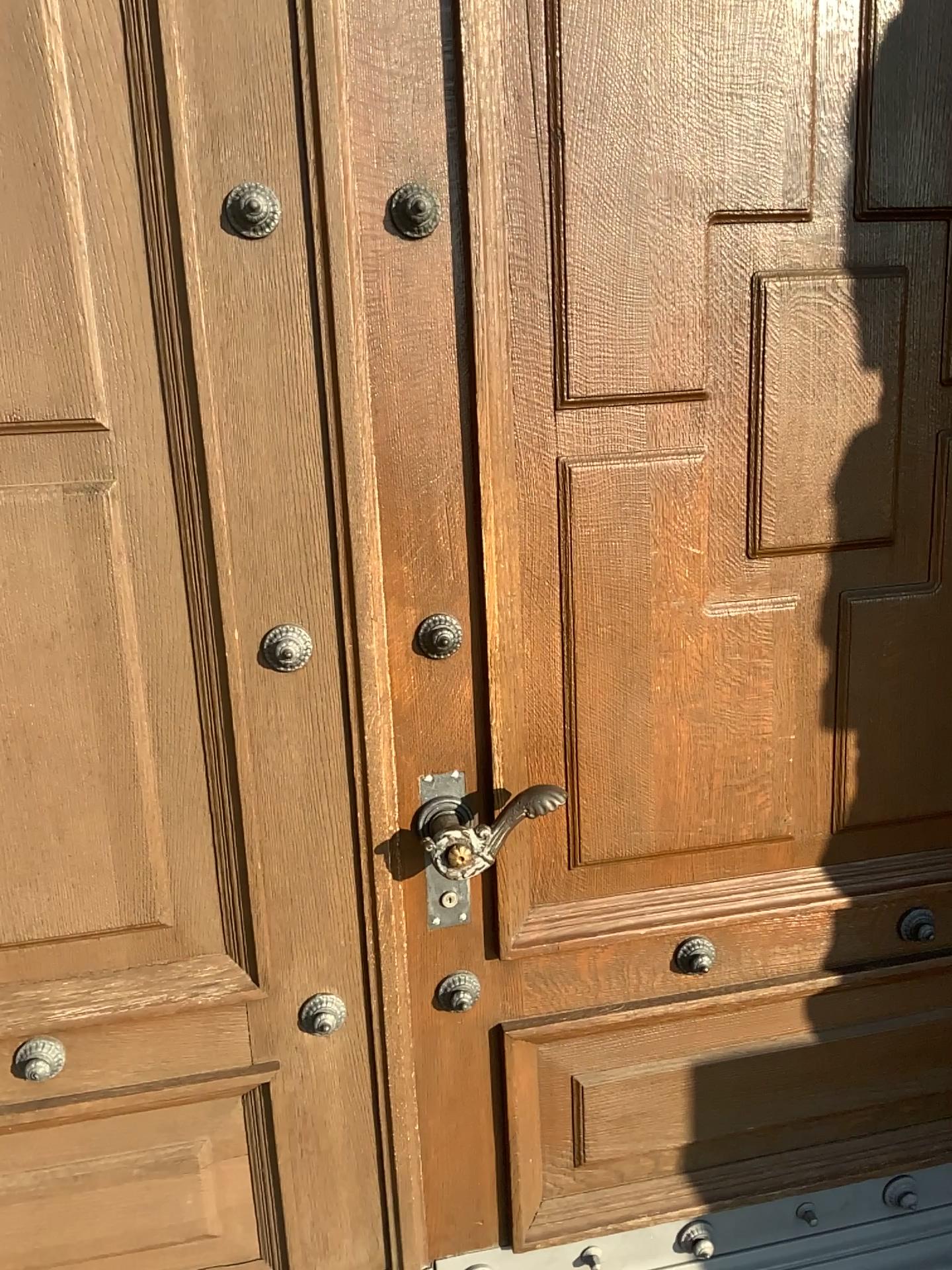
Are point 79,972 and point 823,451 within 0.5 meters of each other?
no

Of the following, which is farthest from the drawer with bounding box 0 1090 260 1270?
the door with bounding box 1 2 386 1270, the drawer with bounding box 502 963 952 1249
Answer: the drawer with bounding box 502 963 952 1249

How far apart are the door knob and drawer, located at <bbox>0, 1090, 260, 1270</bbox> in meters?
0.5 m

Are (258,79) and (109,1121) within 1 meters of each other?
no

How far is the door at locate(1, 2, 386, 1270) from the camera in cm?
118

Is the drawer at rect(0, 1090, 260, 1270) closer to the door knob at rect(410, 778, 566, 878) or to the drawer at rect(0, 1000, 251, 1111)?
the drawer at rect(0, 1000, 251, 1111)

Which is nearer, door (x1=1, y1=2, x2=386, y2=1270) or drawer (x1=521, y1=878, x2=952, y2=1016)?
door (x1=1, y1=2, x2=386, y2=1270)

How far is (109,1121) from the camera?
1.45m

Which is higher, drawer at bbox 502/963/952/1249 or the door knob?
the door knob

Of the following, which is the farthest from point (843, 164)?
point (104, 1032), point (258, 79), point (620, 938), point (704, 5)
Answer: point (104, 1032)
